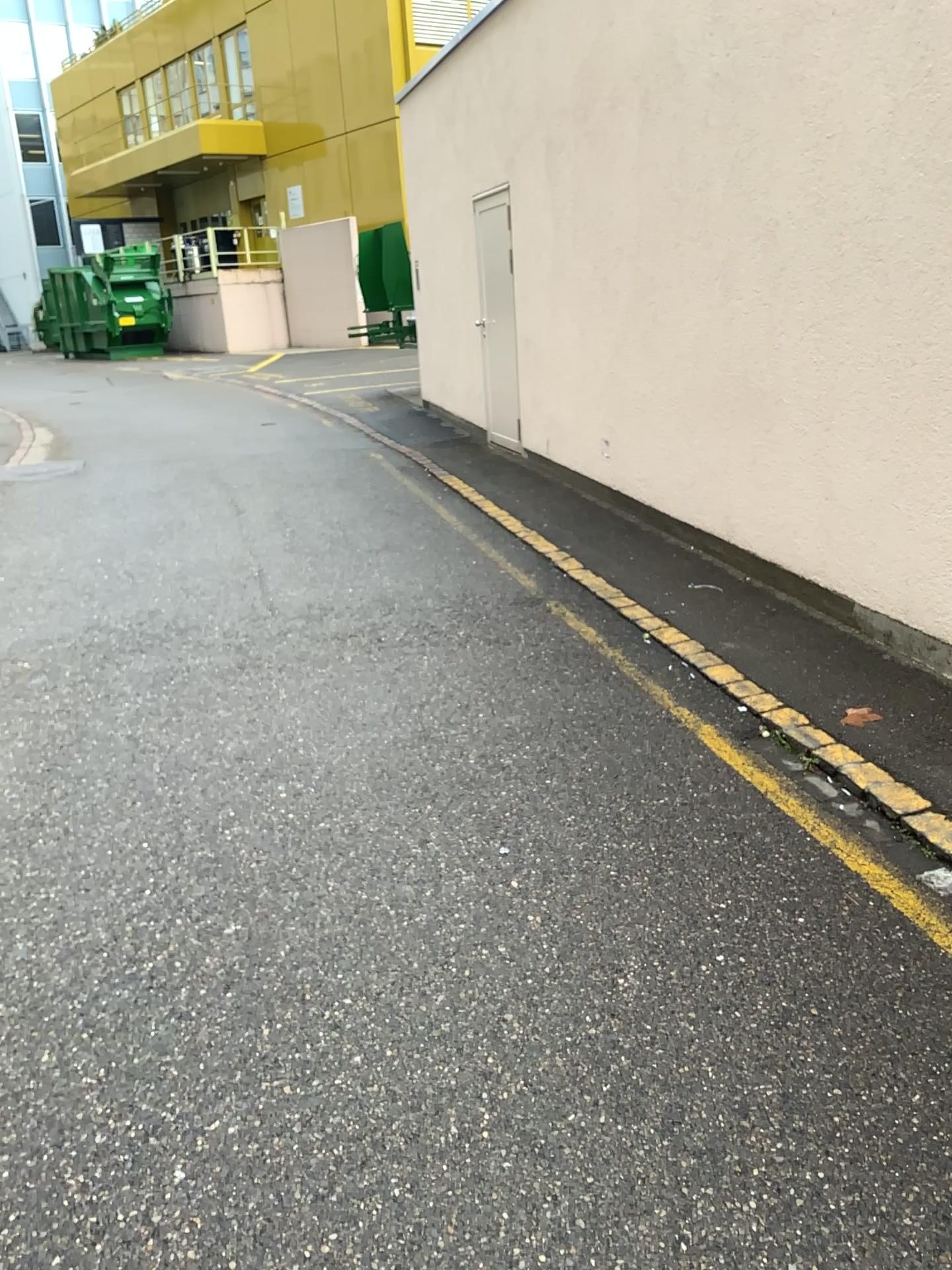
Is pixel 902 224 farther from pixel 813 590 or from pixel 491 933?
pixel 491 933
